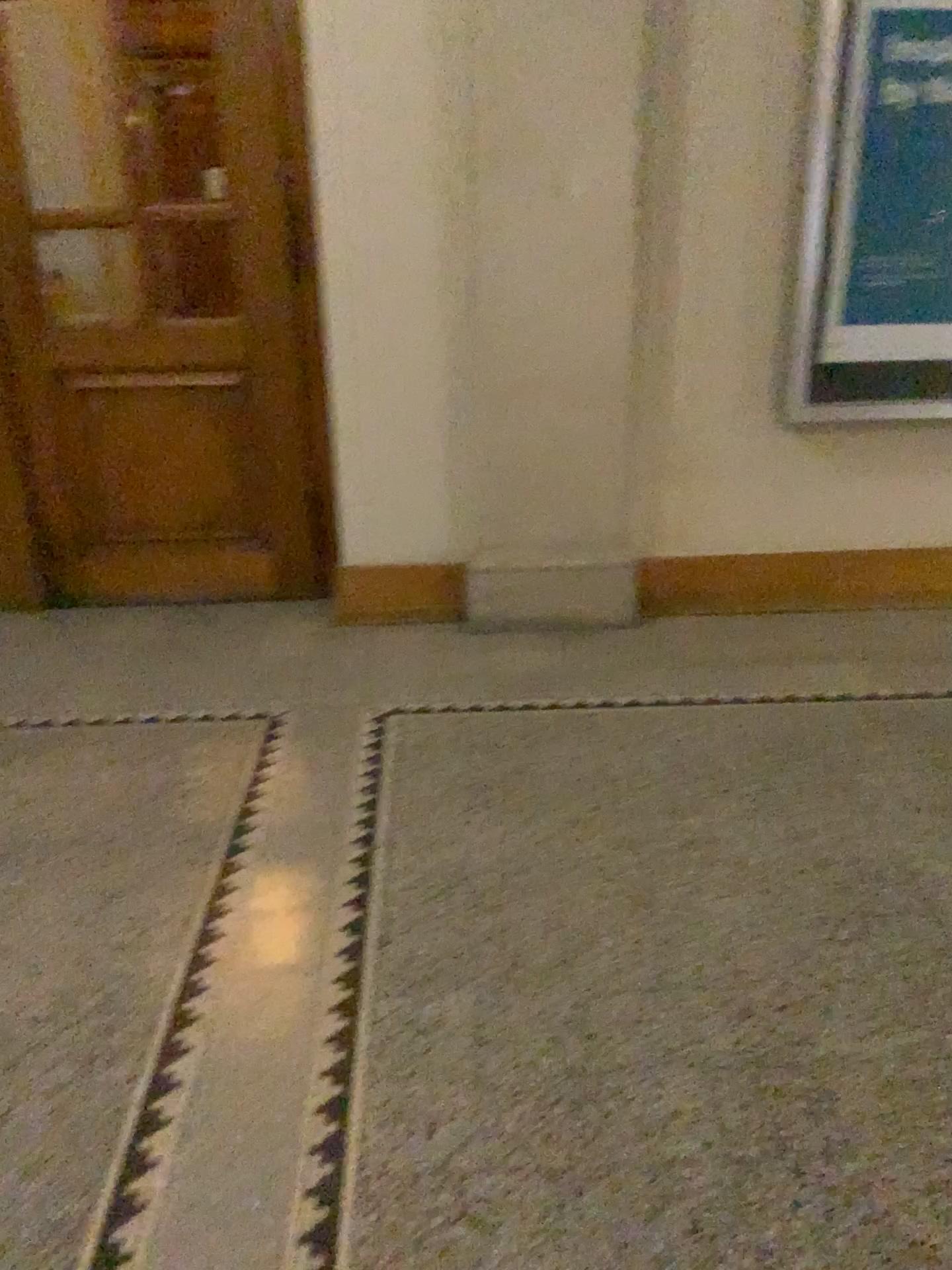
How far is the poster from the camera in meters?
3.2 m

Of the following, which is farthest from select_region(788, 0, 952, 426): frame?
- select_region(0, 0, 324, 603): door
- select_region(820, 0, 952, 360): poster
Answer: select_region(0, 0, 324, 603): door

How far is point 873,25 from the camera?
3.2 meters

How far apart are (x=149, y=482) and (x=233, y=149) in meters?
1.2 m

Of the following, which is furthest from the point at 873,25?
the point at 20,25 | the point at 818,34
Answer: the point at 20,25

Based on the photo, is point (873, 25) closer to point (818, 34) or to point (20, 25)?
point (818, 34)

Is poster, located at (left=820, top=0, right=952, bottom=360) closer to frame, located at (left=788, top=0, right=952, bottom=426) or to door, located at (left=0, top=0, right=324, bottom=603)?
frame, located at (left=788, top=0, right=952, bottom=426)
